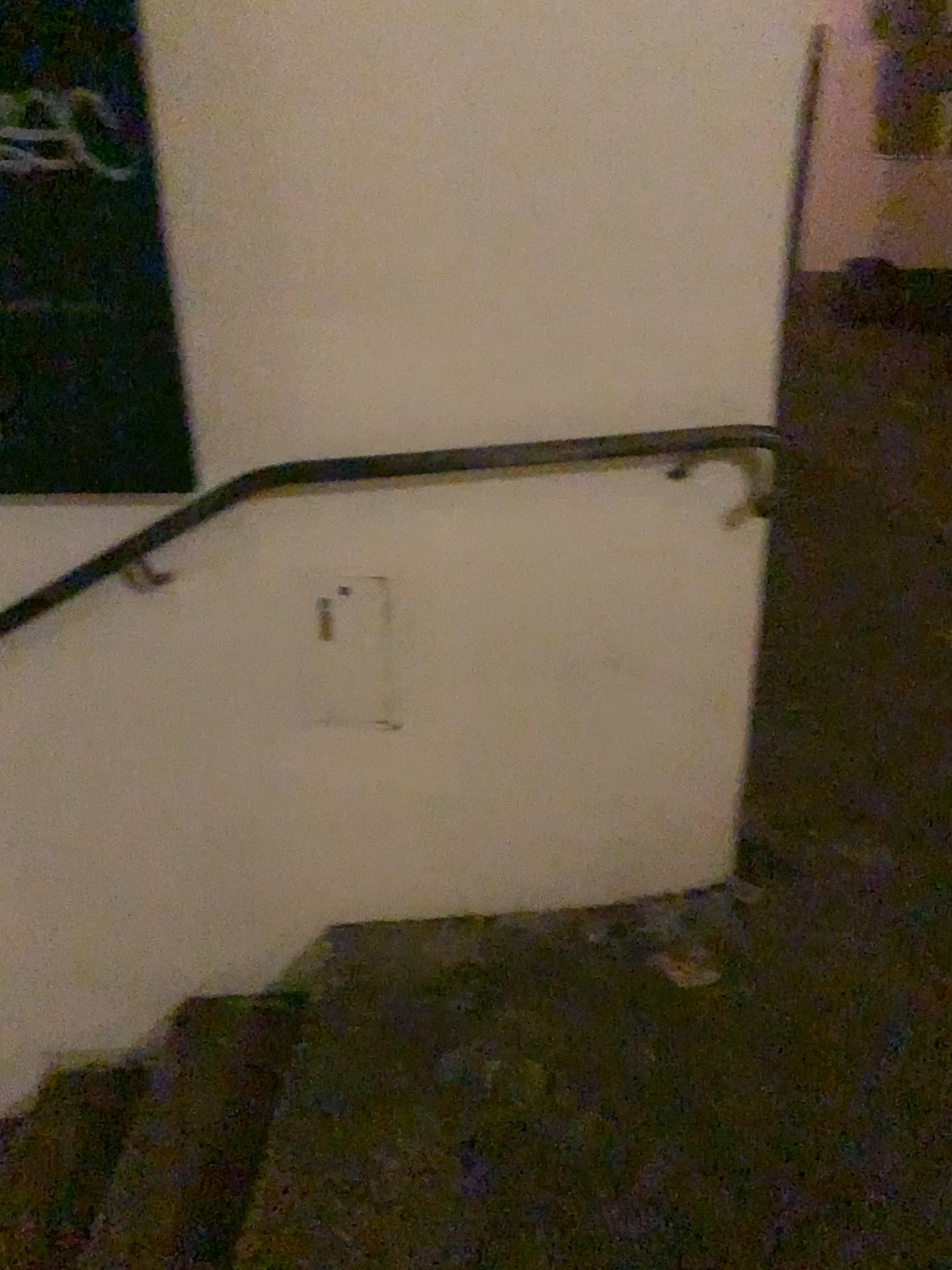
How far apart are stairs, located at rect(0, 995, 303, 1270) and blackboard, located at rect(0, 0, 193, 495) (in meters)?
0.89

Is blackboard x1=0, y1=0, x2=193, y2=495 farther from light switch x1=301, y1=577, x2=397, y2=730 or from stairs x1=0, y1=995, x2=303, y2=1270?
stairs x1=0, y1=995, x2=303, y2=1270

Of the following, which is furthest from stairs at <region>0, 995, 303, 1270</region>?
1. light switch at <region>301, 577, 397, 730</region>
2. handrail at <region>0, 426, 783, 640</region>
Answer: handrail at <region>0, 426, 783, 640</region>

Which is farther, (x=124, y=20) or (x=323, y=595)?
(x=323, y=595)

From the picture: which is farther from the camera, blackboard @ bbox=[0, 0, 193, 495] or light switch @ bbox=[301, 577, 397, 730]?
light switch @ bbox=[301, 577, 397, 730]

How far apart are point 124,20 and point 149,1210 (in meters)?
1.69

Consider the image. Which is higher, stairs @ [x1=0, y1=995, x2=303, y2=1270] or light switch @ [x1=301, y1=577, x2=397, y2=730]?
light switch @ [x1=301, y1=577, x2=397, y2=730]

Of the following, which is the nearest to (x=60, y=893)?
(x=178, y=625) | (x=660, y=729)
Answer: (x=178, y=625)

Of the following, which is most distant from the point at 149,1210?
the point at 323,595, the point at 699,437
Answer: the point at 699,437

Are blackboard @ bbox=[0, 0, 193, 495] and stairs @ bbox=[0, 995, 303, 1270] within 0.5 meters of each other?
Result: no
